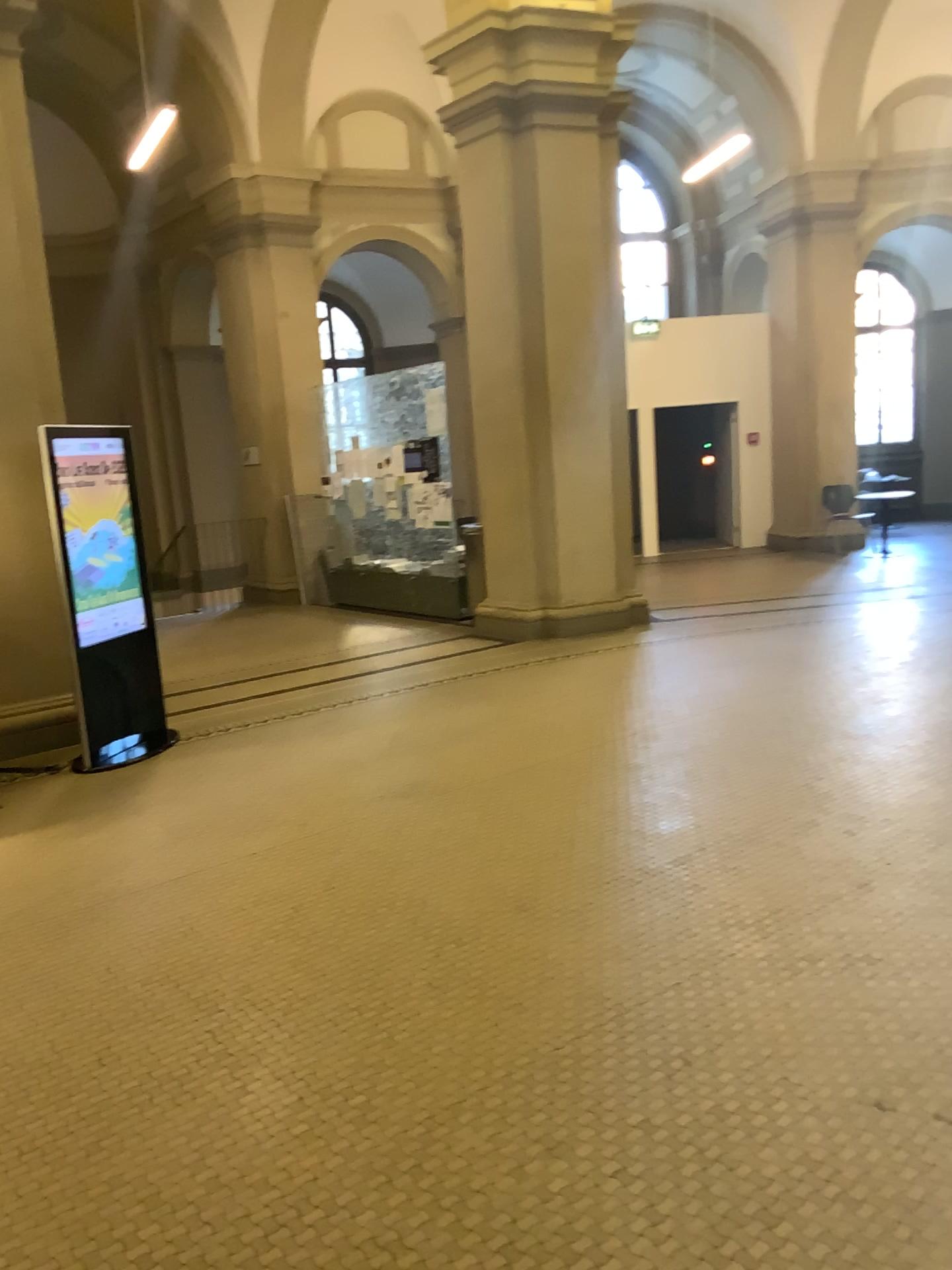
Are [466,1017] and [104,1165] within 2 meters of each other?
yes
